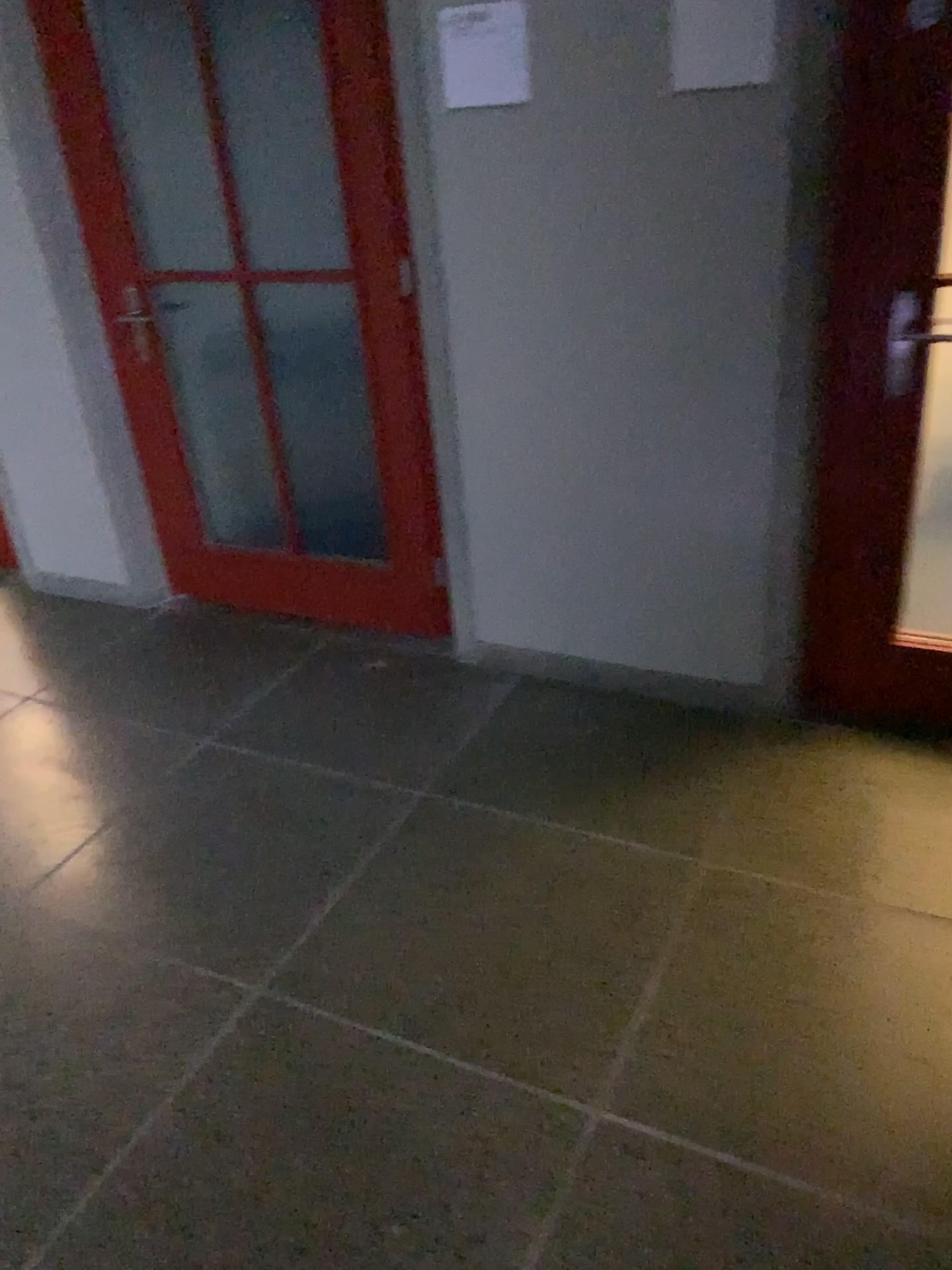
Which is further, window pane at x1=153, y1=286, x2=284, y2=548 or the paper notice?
window pane at x1=153, y1=286, x2=284, y2=548

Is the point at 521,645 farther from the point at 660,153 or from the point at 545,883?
the point at 660,153

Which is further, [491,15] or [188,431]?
[188,431]

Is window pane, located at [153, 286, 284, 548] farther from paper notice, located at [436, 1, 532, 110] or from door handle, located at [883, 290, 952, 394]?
door handle, located at [883, 290, 952, 394]

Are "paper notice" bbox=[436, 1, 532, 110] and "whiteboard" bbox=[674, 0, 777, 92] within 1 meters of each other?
yes

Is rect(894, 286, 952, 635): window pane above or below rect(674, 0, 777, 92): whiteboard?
below

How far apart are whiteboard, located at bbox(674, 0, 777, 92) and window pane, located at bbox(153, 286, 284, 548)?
2.10m

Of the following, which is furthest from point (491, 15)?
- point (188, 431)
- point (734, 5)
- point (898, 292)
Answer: point (188, 431)

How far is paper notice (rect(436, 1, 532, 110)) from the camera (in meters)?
2.35

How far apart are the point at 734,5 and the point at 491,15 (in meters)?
0.54
